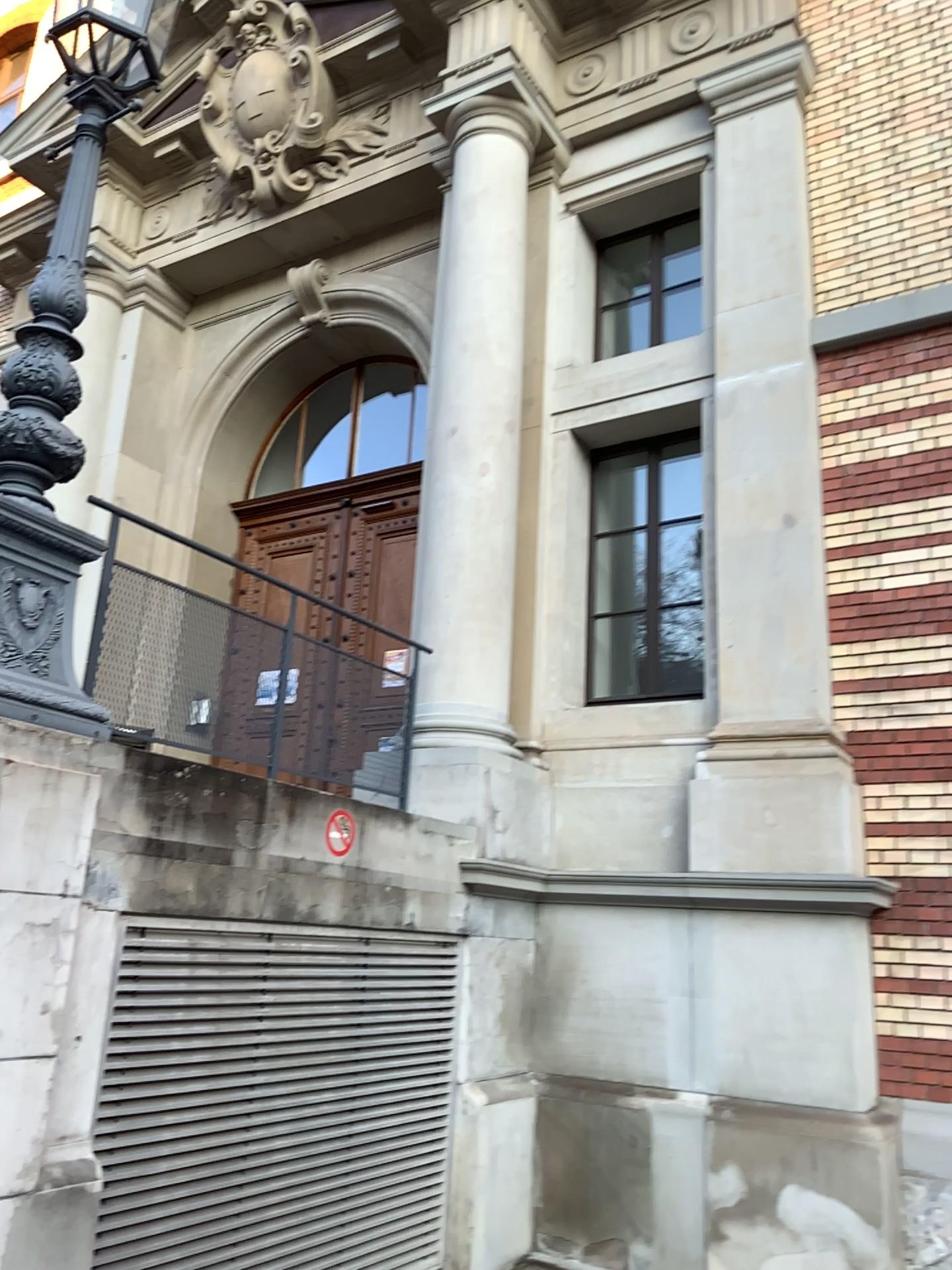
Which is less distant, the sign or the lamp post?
the lamp post

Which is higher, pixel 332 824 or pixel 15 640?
pixel 15 640

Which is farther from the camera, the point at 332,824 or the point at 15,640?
the point at 332,824

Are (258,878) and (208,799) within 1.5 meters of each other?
yes
